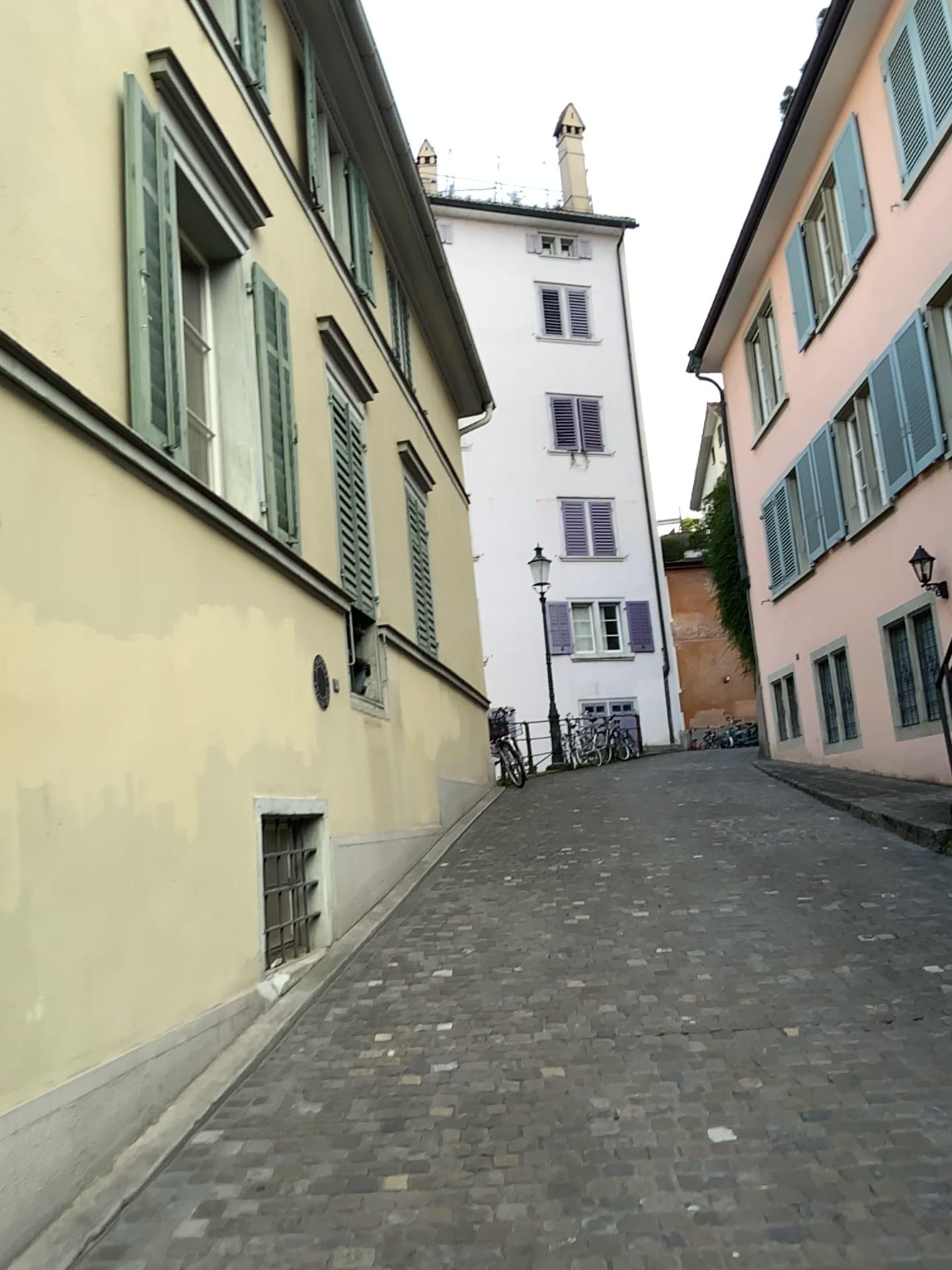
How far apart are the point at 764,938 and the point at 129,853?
3.4m
